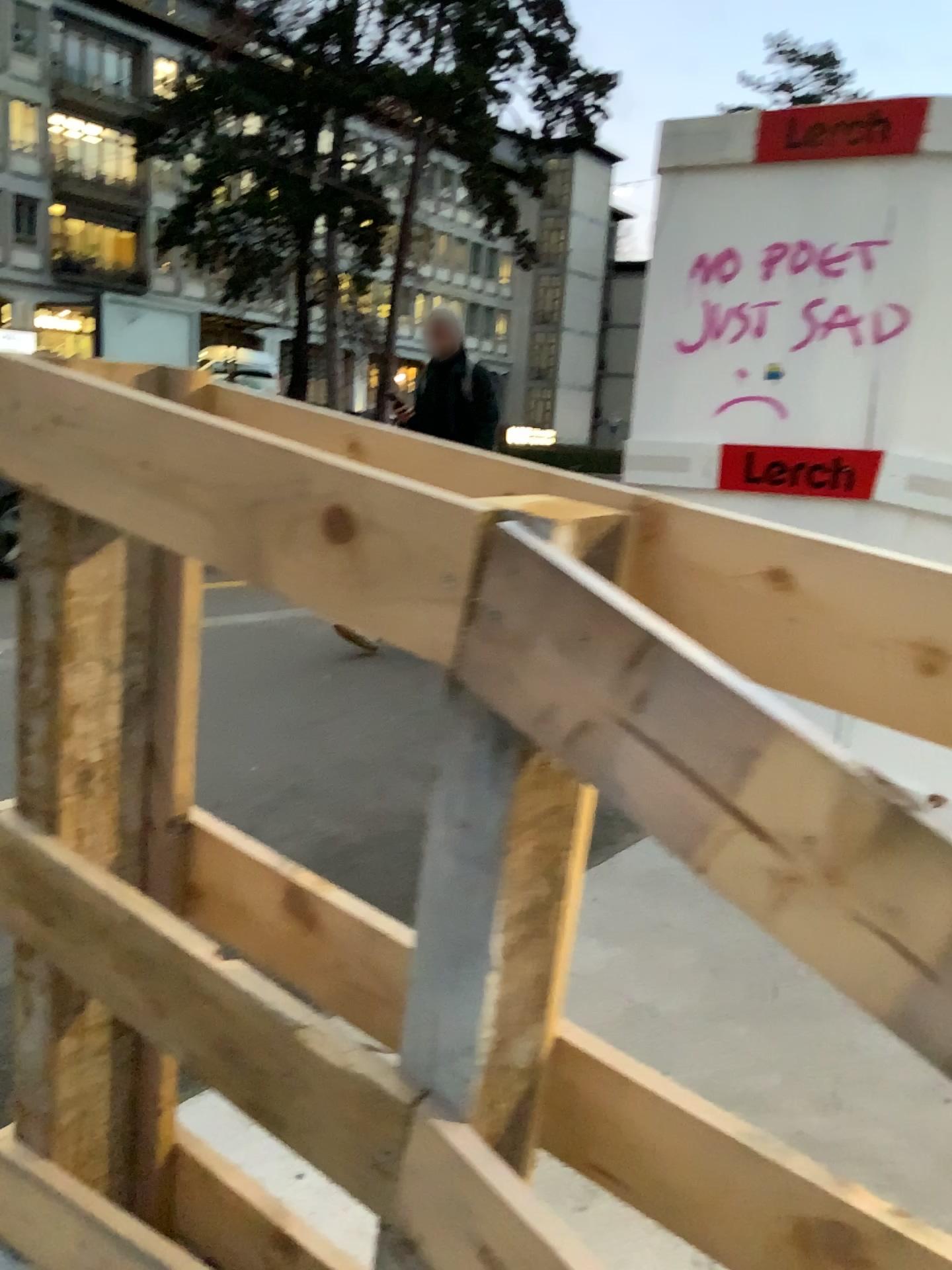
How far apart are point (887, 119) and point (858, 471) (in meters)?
0.99

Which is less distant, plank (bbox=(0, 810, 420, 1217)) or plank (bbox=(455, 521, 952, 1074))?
plank (bbox=(455, 521, 952, 1074))

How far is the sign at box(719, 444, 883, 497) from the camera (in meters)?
3.20

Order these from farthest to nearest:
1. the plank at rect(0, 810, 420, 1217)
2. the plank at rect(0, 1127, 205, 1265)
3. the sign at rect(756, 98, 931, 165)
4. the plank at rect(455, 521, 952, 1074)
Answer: the sign at rect(756, 98, 931, 165), the plank at rect(0, 1127, 205, 1265), the plank at rect(0, 810, 420, 1217), the plank at rect(455, 521, 952, 1074)

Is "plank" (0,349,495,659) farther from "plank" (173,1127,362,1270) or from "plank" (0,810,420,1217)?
"plank" (173,1127,362,1270)

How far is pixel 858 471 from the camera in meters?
3.2 m

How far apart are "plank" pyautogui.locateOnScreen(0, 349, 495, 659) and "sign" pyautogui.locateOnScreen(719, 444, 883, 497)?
2.60m

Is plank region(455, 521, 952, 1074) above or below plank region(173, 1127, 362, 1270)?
above

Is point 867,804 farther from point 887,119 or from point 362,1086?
point 887,119

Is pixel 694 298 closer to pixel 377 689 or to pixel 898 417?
pixel 898 417
